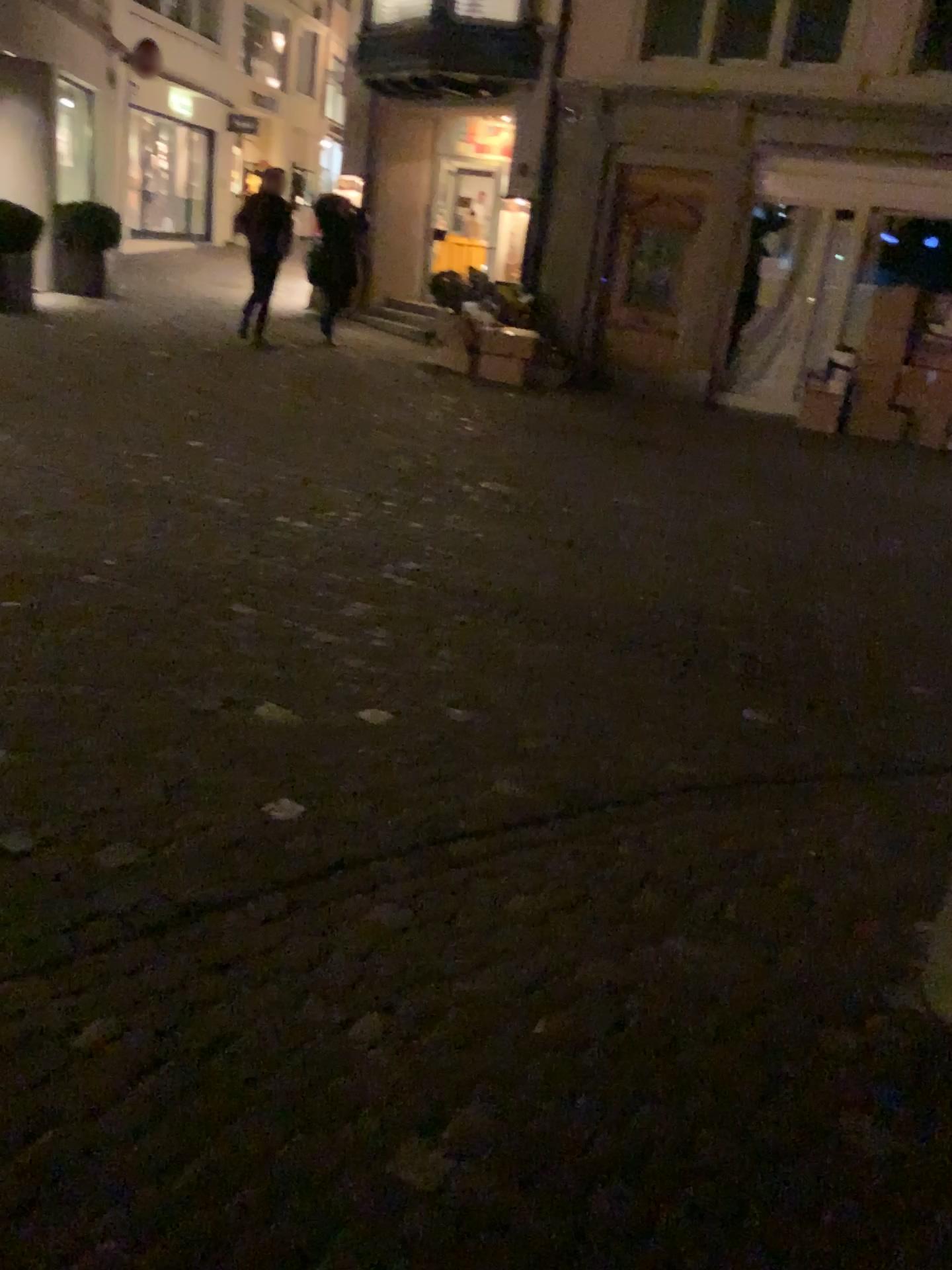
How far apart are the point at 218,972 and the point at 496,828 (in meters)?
0.88
